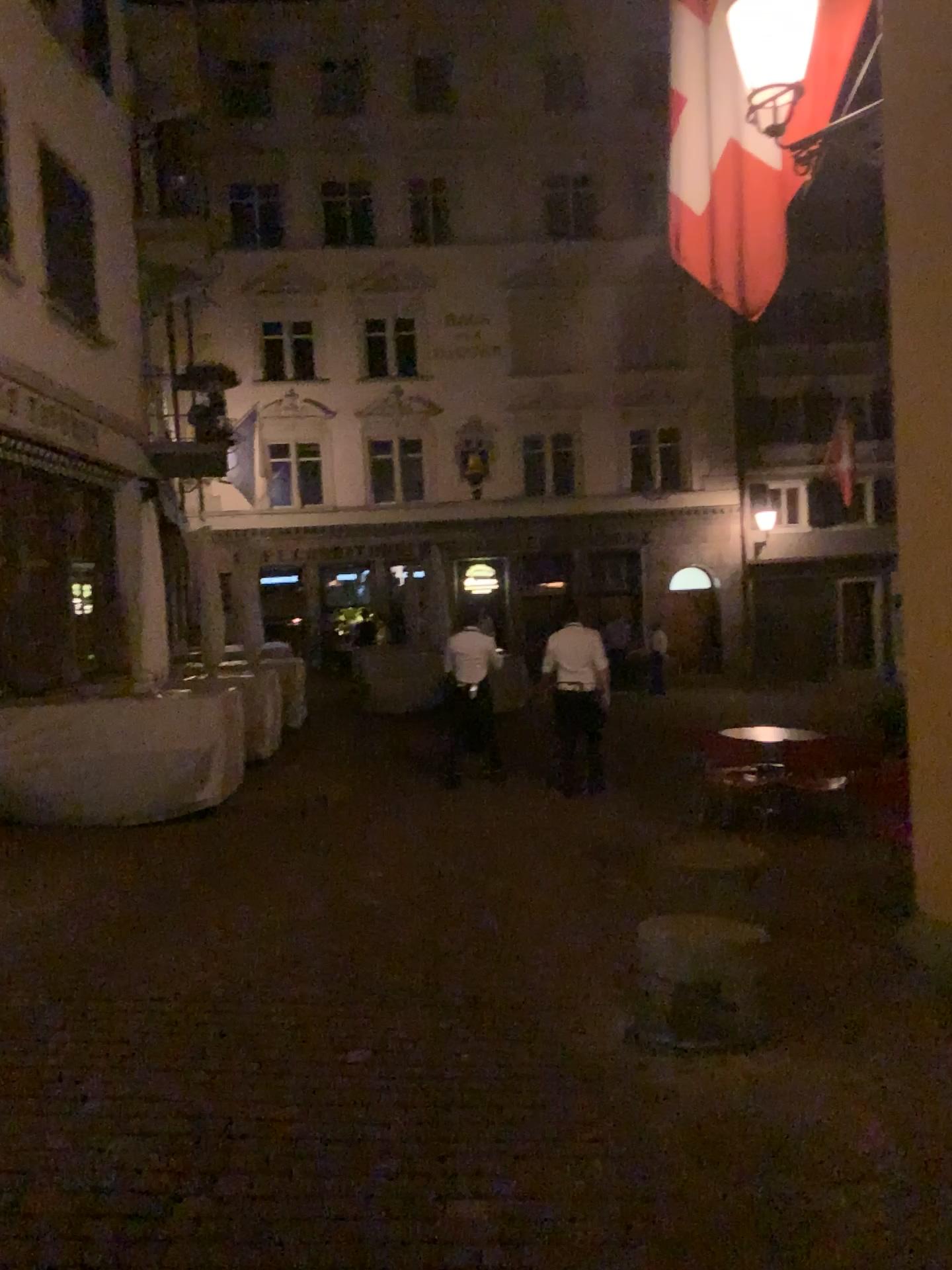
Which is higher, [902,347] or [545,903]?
[902,347]
